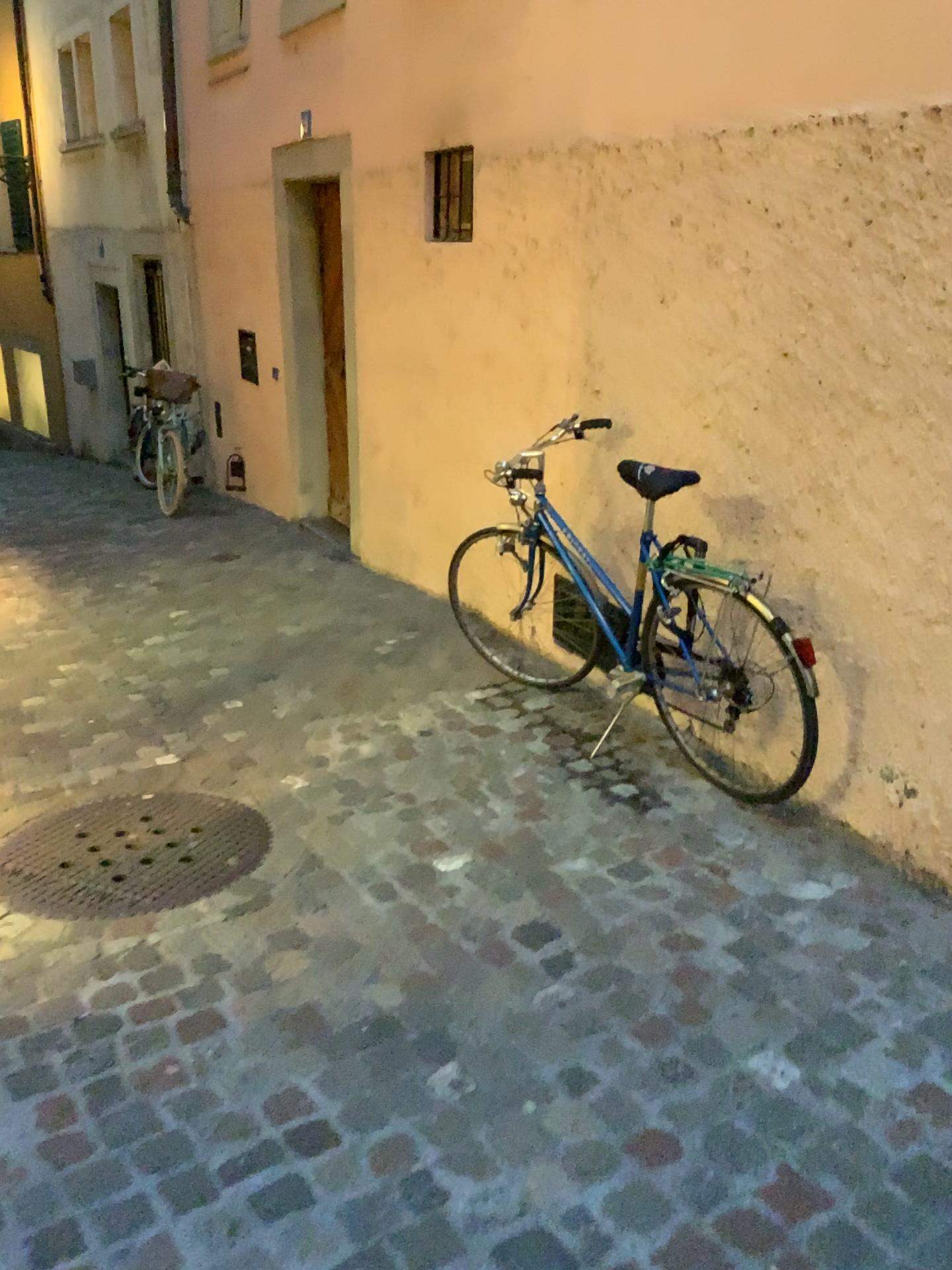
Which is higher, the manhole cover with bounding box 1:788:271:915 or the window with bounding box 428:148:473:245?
the window with bounding box 428:148:473:245

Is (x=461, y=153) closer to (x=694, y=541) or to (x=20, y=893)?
(x=694, y=541)

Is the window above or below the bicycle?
above

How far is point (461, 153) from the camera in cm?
434

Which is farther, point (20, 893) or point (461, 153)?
point (461, 153)

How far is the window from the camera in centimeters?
434cm

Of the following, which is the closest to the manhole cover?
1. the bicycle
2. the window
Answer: the bicycle

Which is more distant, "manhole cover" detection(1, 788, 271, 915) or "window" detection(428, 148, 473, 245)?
"window" detection(428, 148, 473, 245)

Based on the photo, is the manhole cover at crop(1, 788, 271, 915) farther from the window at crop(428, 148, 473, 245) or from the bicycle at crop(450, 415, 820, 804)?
the window at crop(428, 148, 473, 245)

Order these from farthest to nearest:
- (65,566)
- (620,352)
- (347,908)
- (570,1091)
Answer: (65,566) → (620,352) → (347,908) → (570,1091)
